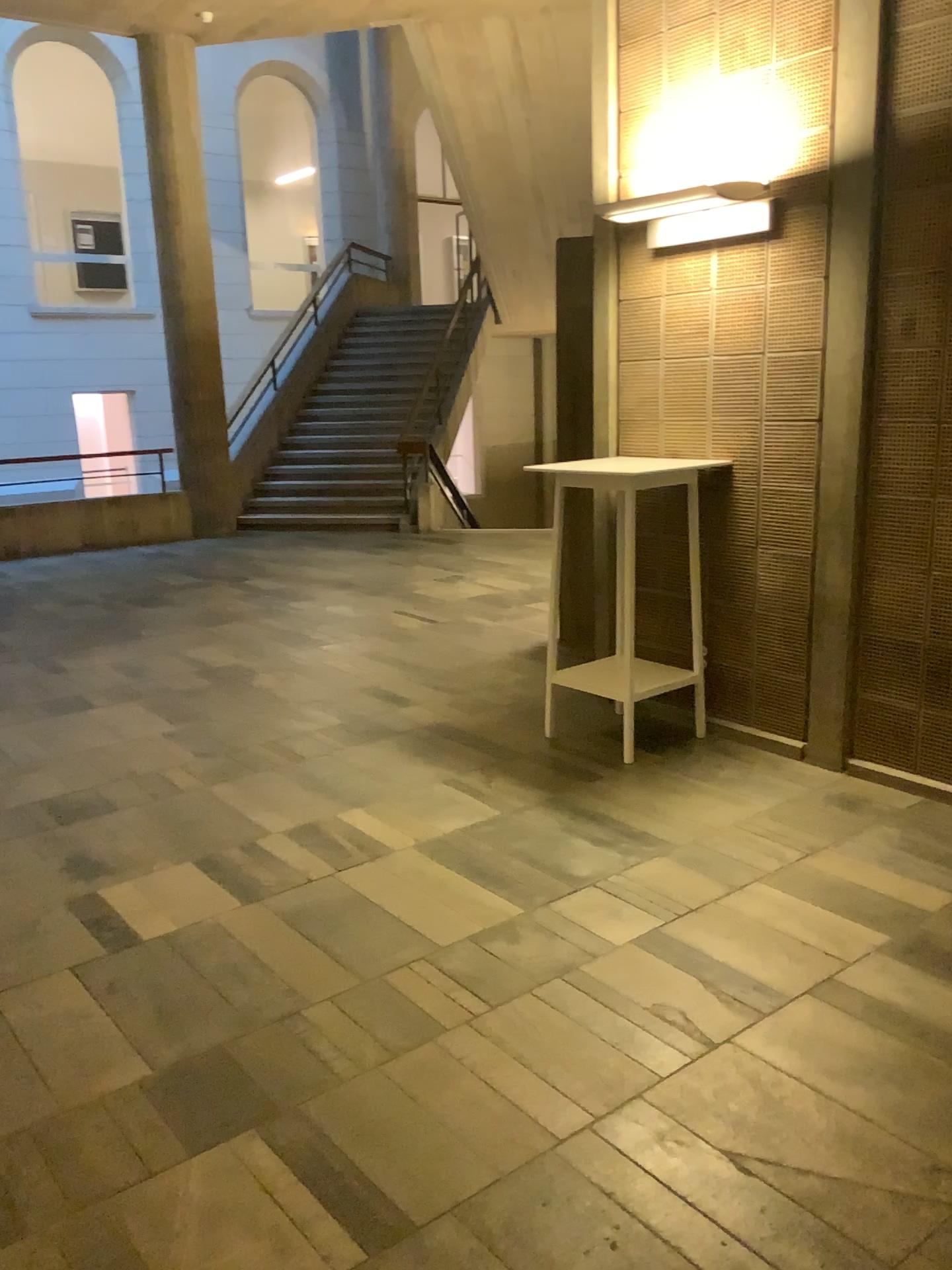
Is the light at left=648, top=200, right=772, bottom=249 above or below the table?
above

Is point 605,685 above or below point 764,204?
below

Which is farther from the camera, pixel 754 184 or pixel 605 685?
pixel 605 685

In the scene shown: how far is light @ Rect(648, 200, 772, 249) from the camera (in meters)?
3.87

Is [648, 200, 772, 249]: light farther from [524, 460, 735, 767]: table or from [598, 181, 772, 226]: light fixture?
[524, 460, 735, 767]: table

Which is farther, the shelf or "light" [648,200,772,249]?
the shelf

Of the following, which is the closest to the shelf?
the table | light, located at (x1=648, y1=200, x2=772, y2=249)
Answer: the table

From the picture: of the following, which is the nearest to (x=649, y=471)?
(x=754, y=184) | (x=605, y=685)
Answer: (x=605, y=685)

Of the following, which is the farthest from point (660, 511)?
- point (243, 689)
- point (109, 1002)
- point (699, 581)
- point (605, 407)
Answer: point (109, 1002)

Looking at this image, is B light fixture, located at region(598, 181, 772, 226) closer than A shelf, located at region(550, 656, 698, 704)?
Yes
